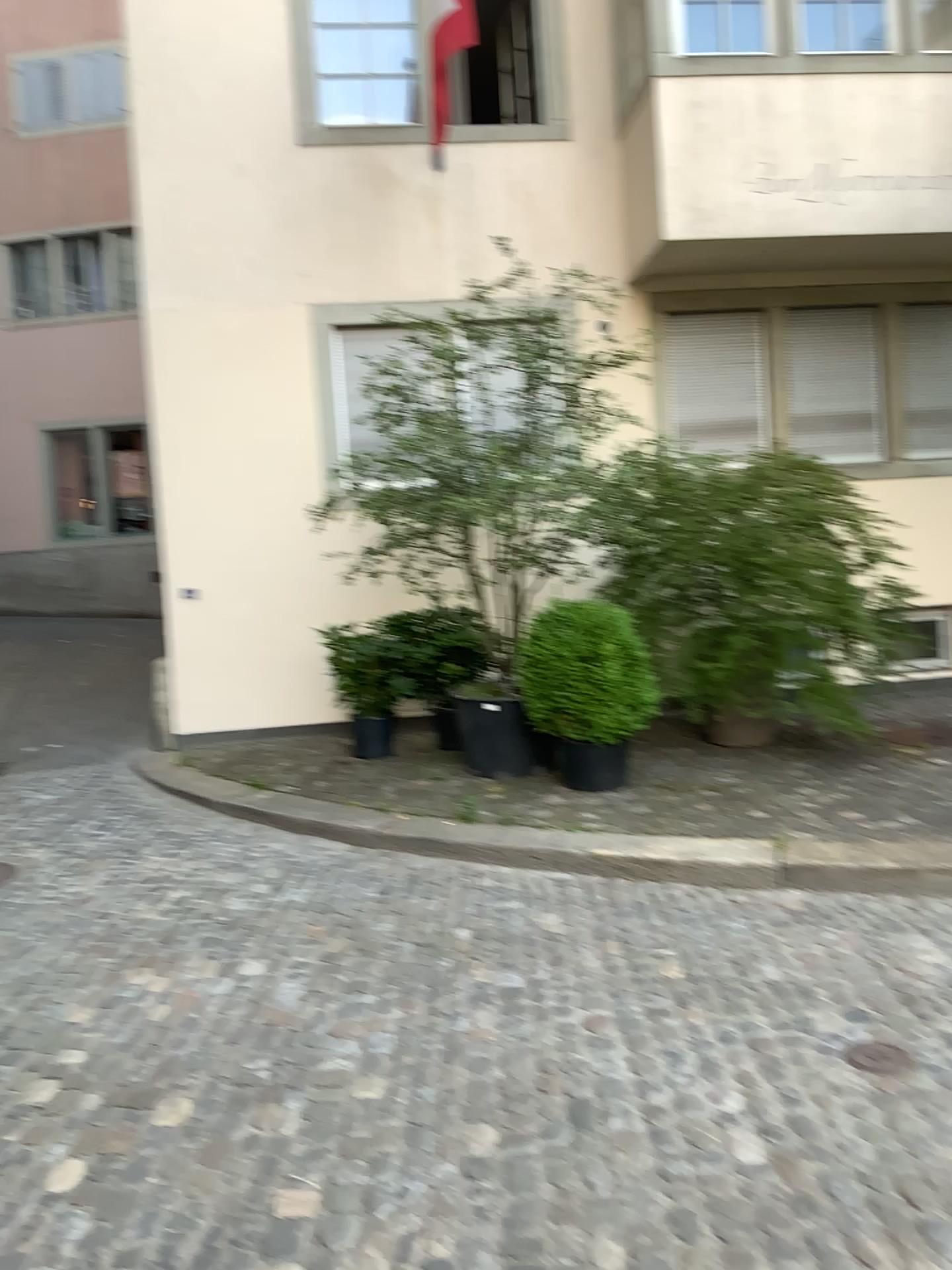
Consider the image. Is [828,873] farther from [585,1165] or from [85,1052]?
[85,1052]
